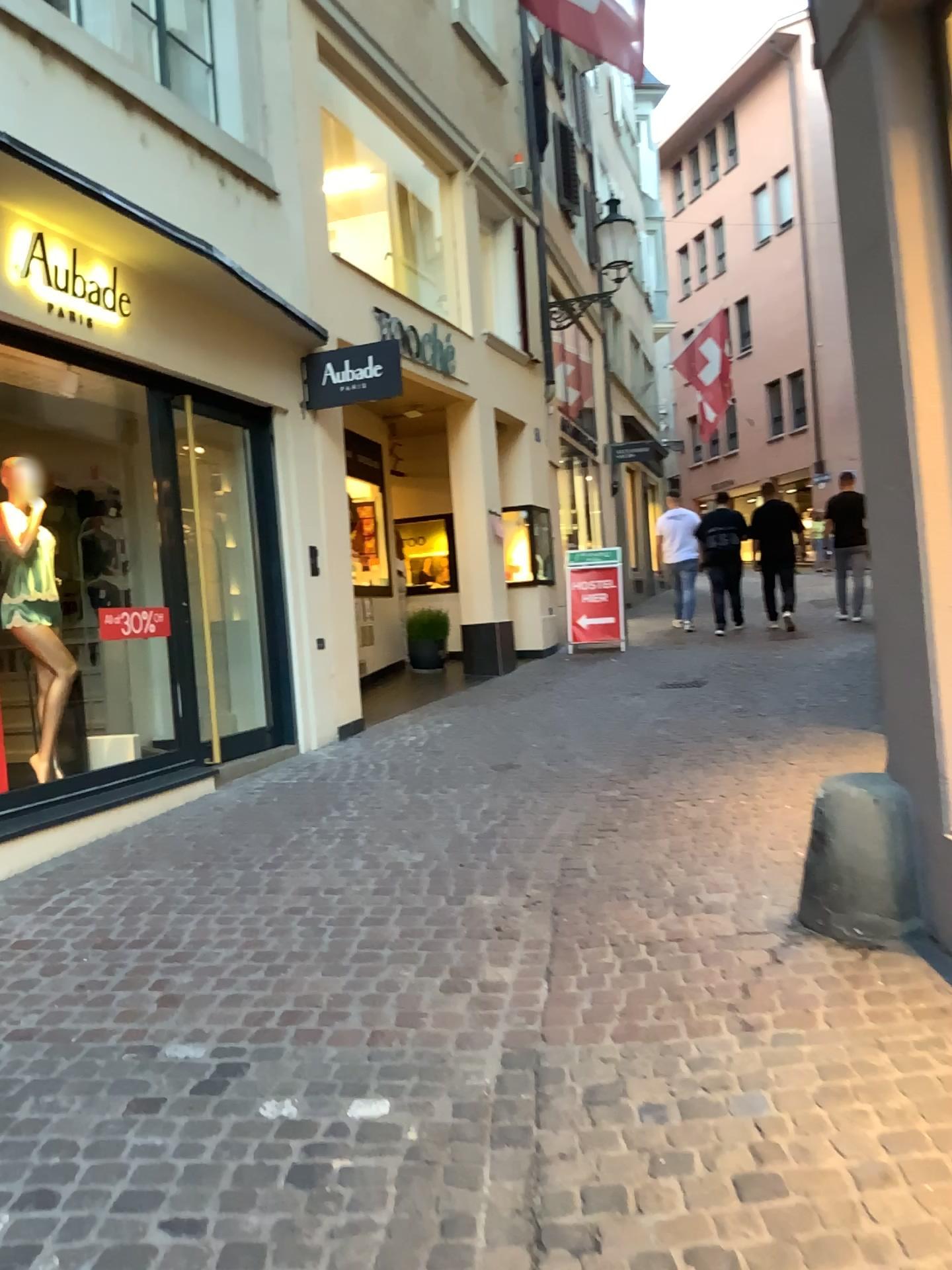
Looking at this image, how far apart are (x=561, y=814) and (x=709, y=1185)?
2.8 meters
